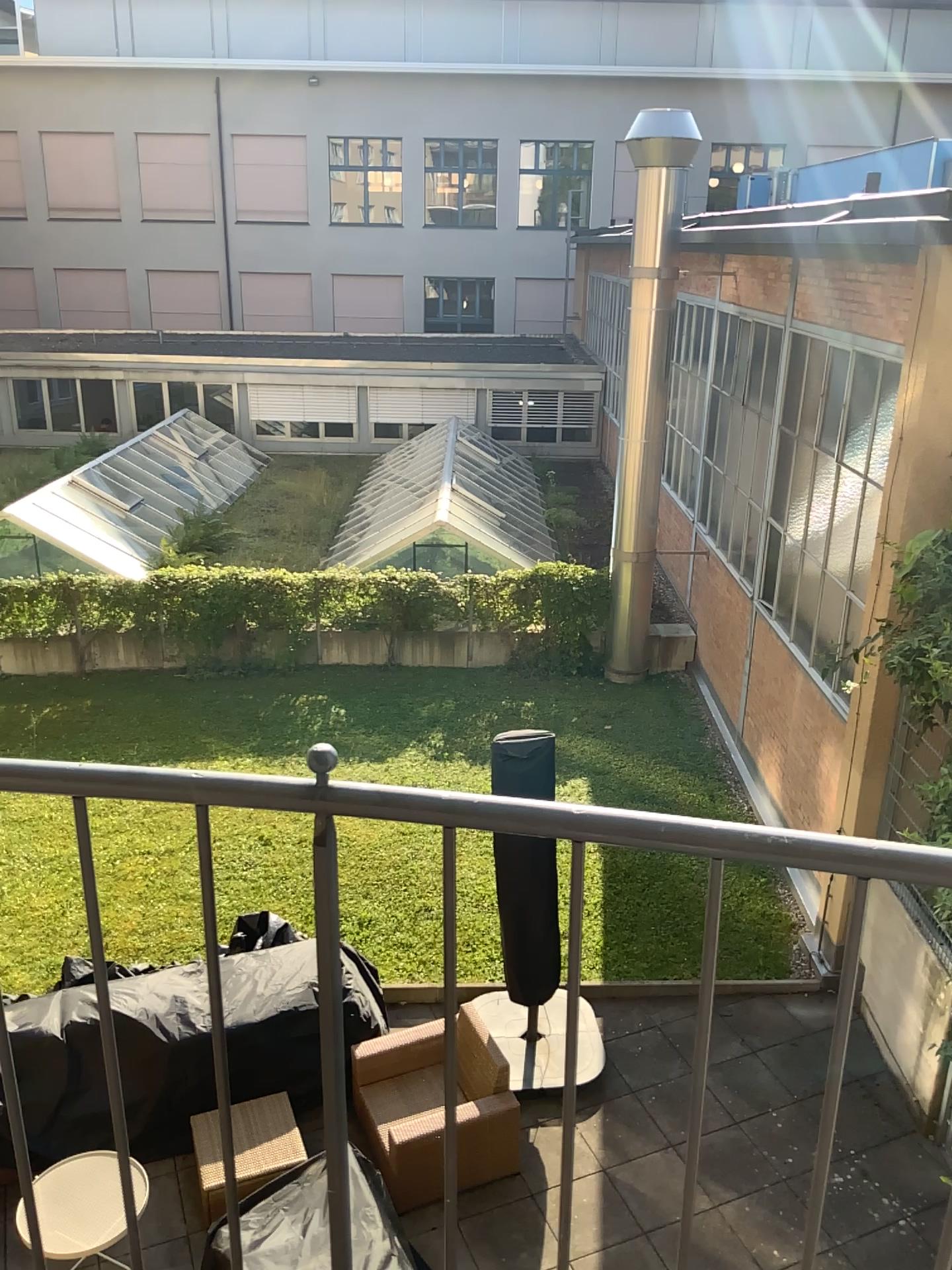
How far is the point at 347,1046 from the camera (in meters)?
1.14
